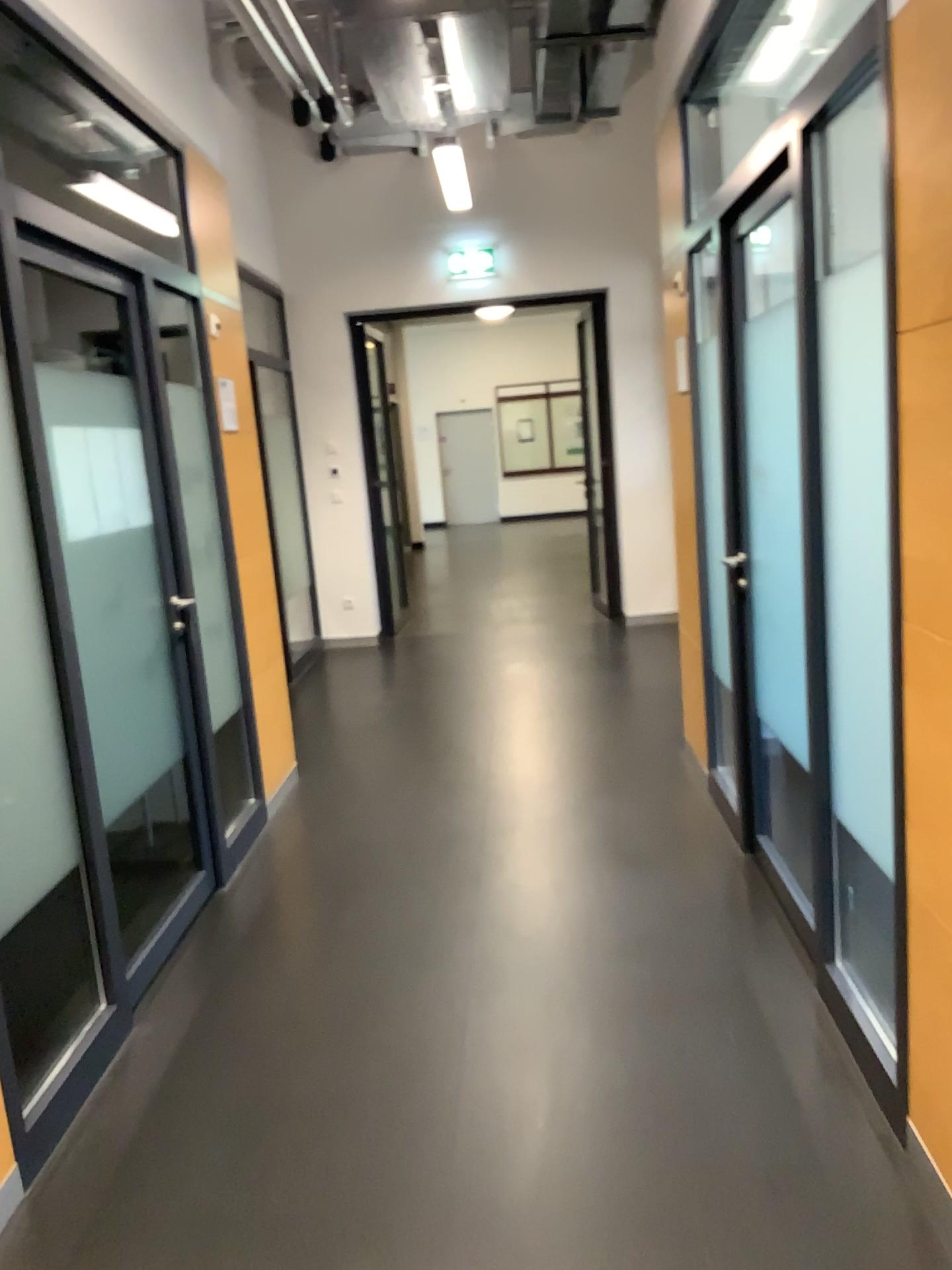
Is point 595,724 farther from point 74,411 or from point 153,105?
point 153,105
